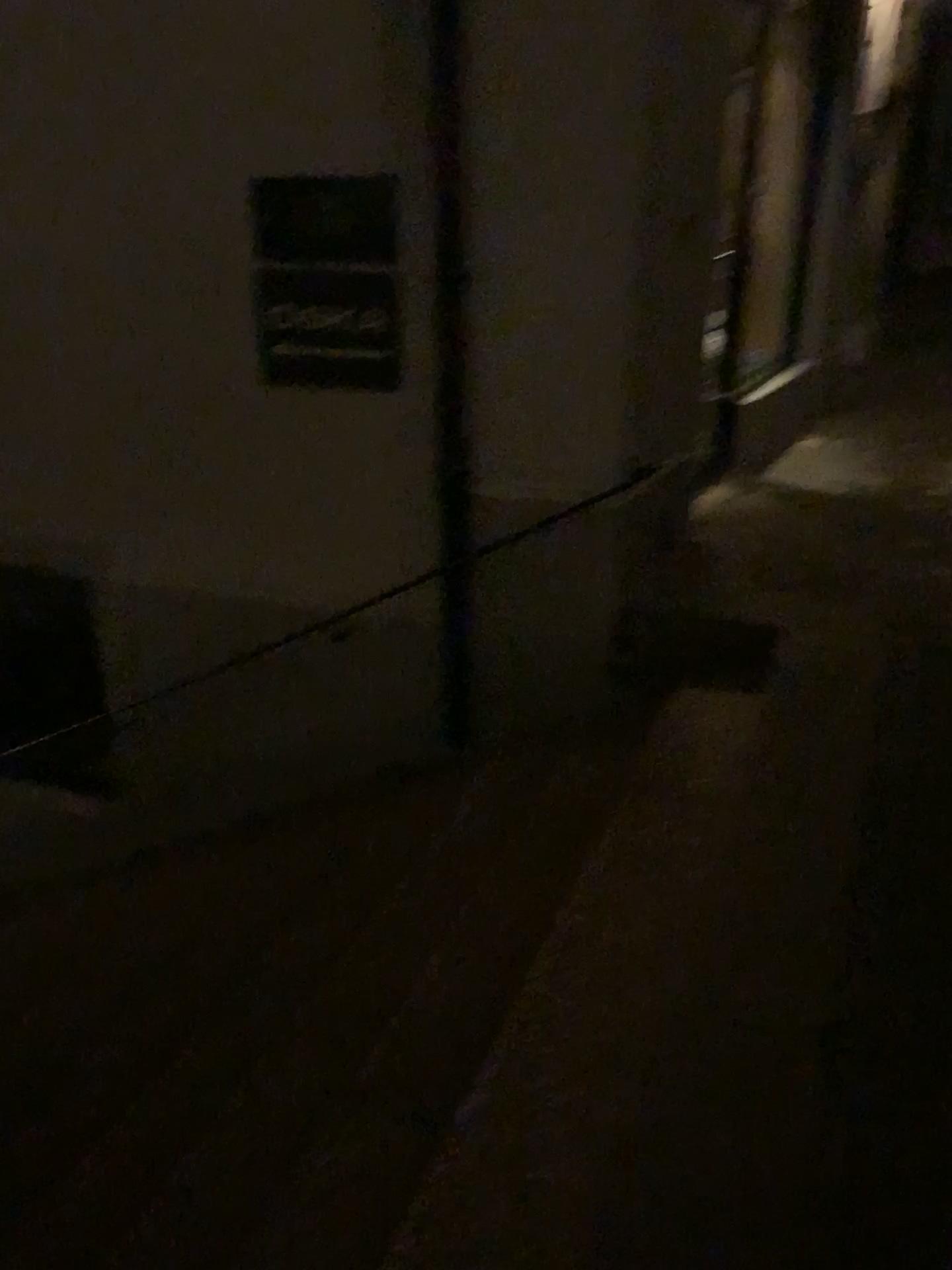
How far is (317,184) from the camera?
3.6m

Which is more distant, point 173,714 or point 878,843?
point 173,714

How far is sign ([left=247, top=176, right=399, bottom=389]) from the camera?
3.60m
